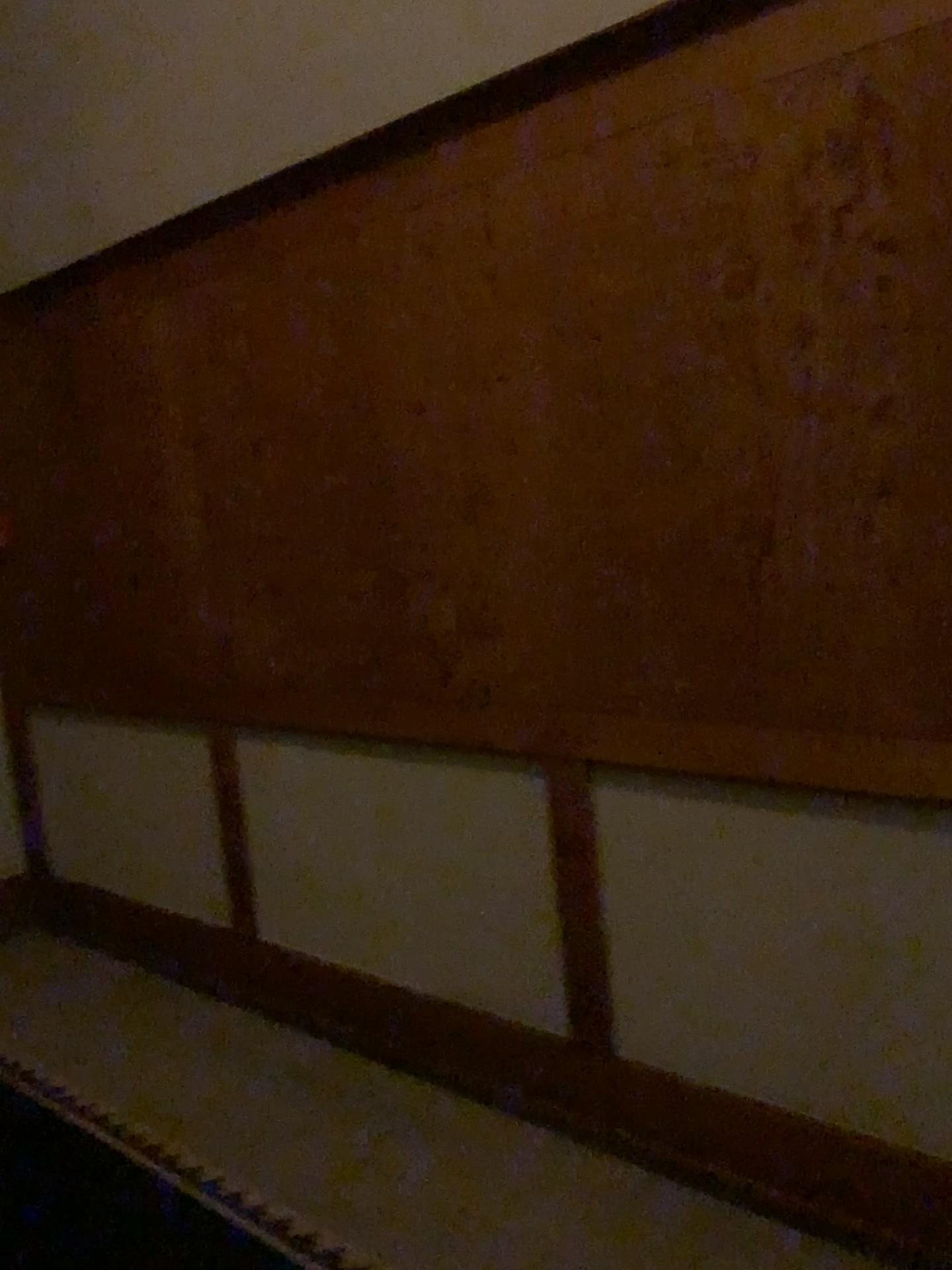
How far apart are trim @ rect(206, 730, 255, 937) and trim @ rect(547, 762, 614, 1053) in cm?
118

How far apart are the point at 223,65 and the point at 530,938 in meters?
2.3 m

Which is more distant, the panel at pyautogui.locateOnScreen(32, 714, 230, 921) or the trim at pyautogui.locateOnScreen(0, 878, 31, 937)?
the trim at pyautogui.locateOnScreen(0, 878, 31, 937)

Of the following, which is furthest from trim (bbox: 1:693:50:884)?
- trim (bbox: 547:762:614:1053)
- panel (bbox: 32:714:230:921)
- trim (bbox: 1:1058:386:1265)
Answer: trim (bbox: 547:762:614:1053)

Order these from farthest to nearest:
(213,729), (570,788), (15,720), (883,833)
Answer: (15,720) → (213,729) → (570,788) → (883,833)

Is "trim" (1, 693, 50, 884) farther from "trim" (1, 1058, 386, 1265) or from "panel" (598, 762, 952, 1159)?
"panel" (598, 762, 952, 1159)

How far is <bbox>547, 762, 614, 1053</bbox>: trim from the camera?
2.3 meters

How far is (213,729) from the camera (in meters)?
3.15

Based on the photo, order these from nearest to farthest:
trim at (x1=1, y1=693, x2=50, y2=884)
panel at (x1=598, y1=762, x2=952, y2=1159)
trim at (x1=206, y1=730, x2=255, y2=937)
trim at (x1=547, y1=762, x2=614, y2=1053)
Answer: panel at (x1=598, y1=762, x2=952, y2=1159) < trim at (x1=547, y1=762, x2=614, y2=1053) < trim at (x1=206, y1=730, x2=255, y2=937) < trim at (x1=1, y1=693, x2=50, y2=884)

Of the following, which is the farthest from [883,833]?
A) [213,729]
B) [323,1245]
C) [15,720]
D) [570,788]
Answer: [15,720]
